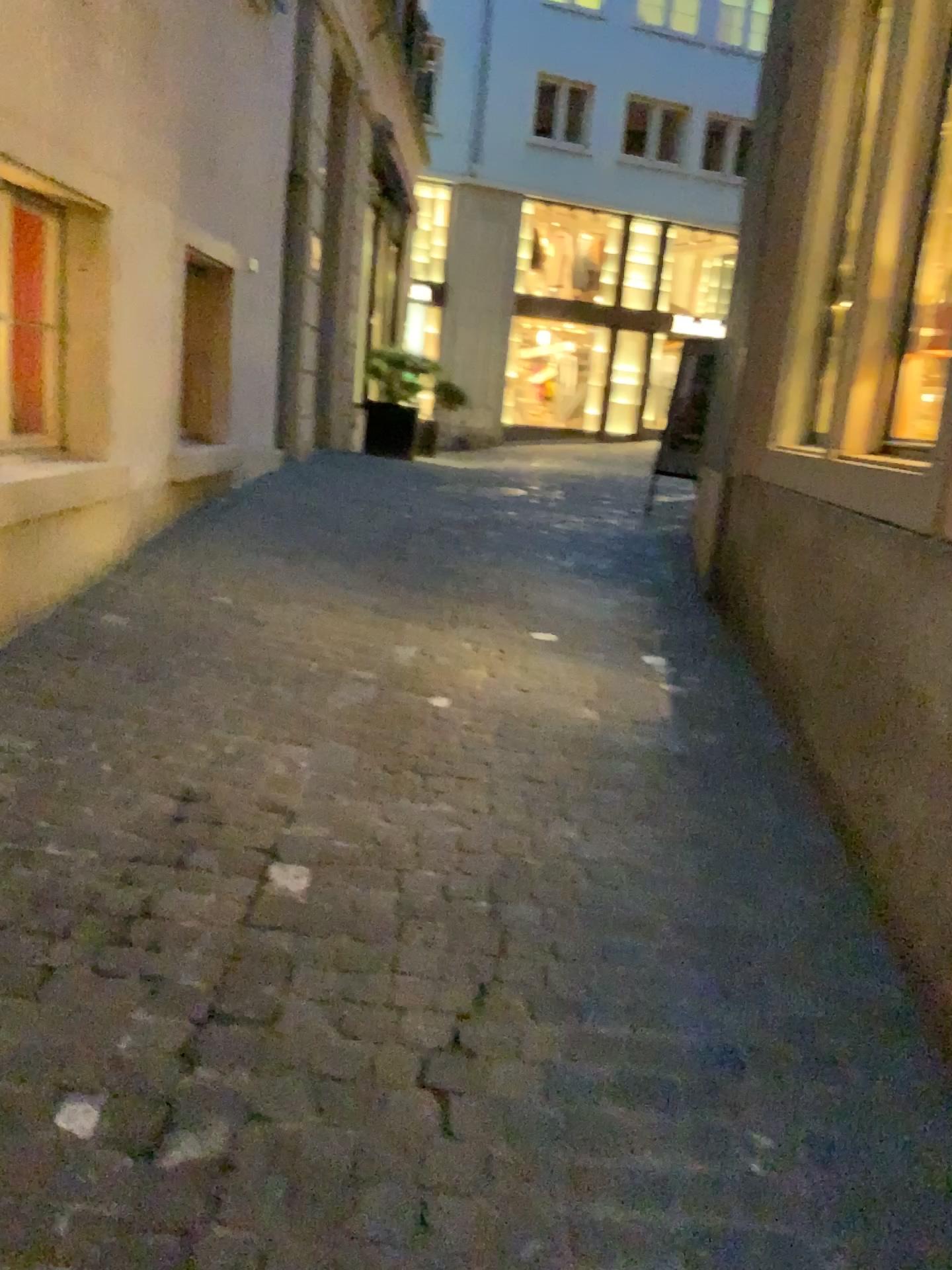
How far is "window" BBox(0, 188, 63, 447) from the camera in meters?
4.3

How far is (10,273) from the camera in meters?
4.3

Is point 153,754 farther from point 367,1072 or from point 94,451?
point 94,451
